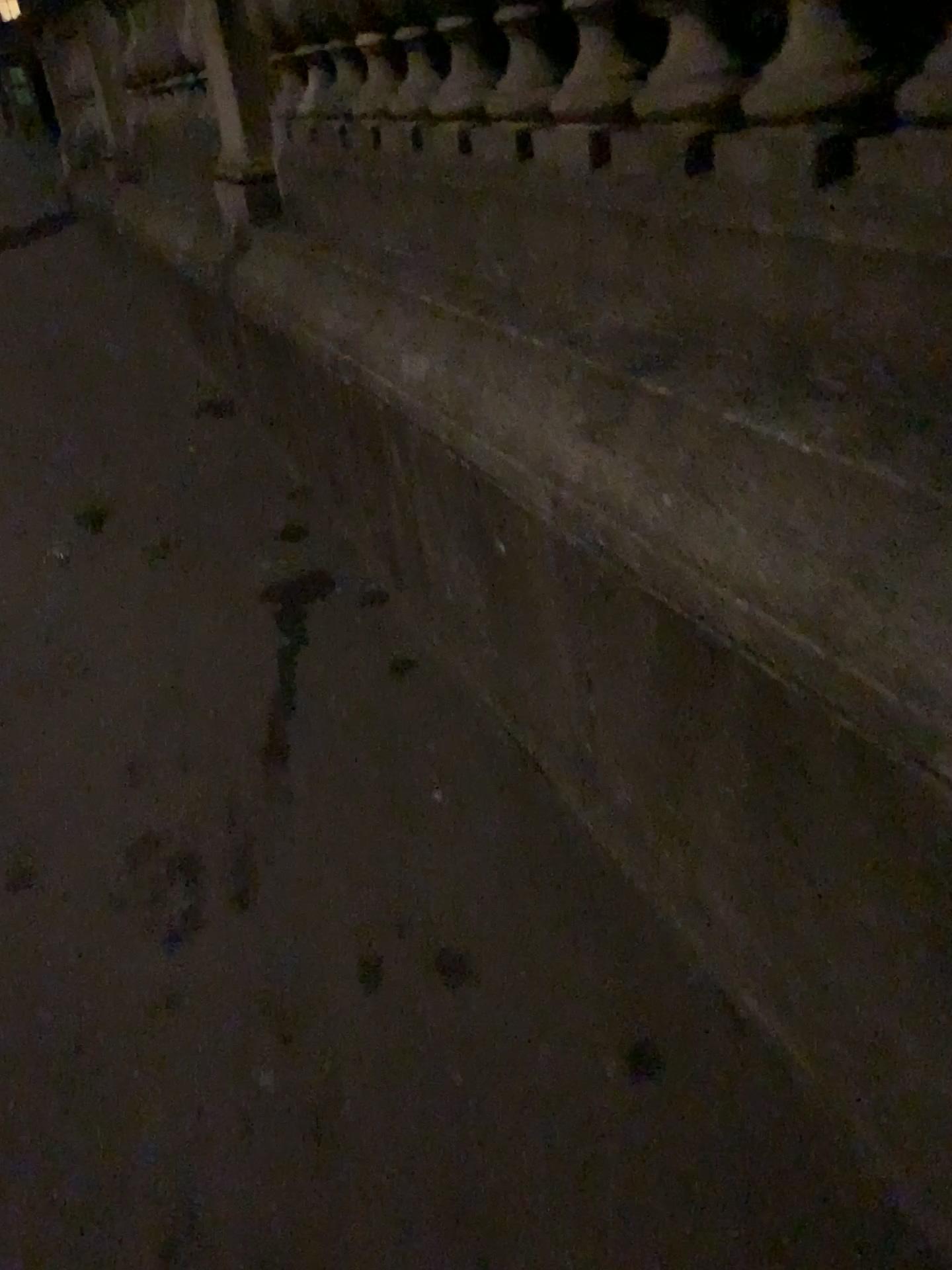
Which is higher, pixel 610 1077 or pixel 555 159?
pixel 555 159
